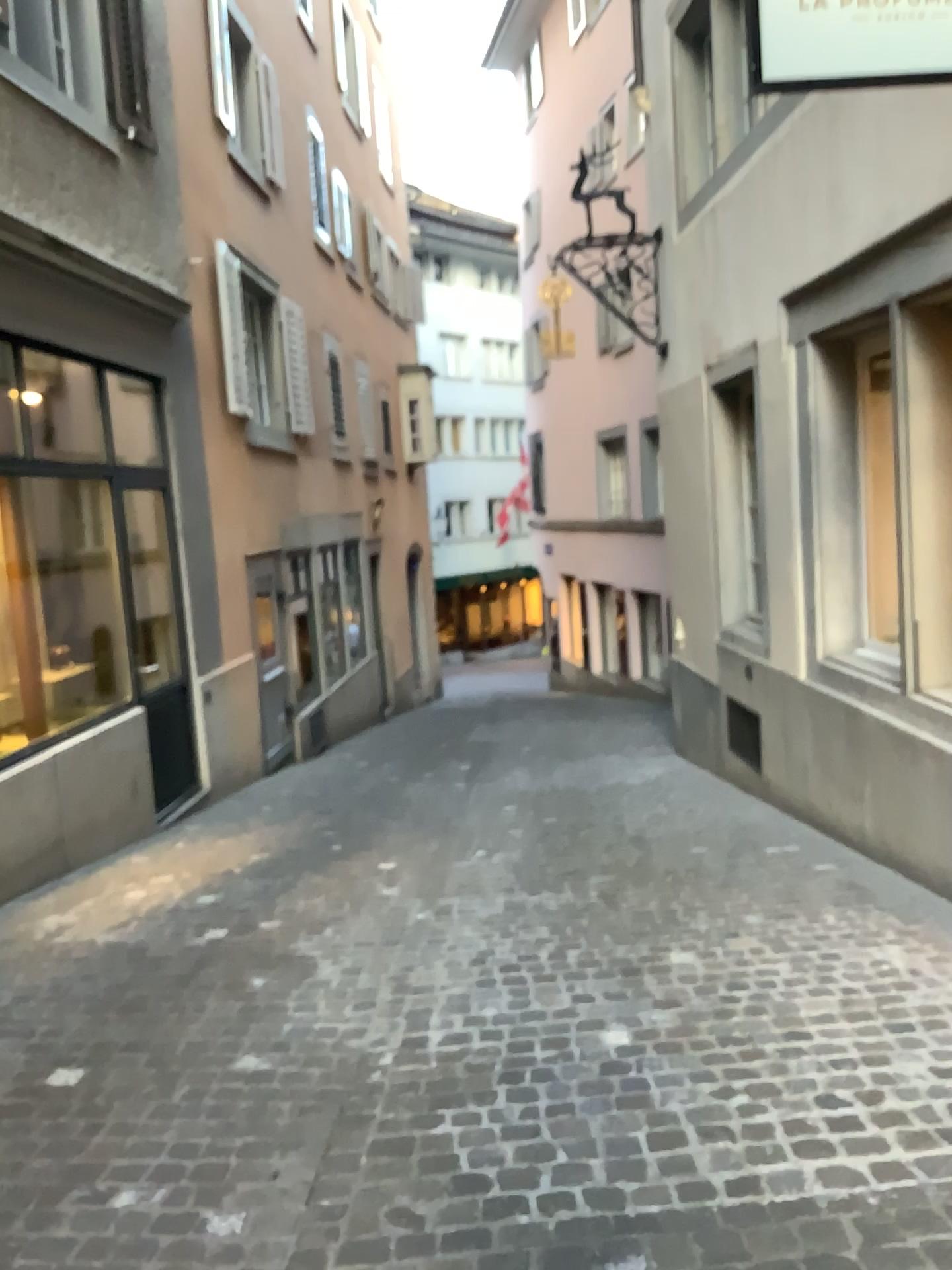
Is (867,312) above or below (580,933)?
above
